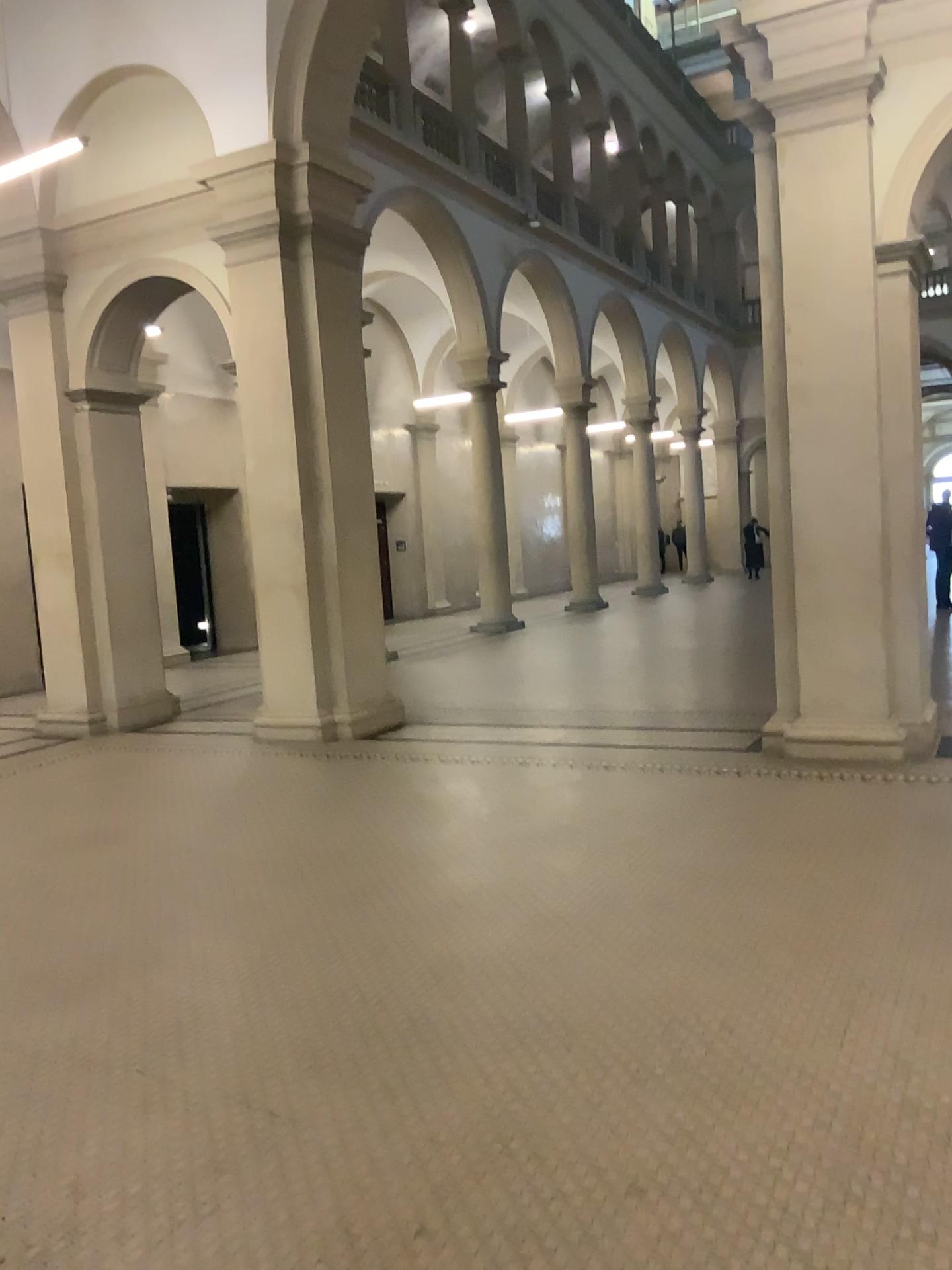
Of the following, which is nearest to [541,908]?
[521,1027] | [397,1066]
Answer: [521,1027]
